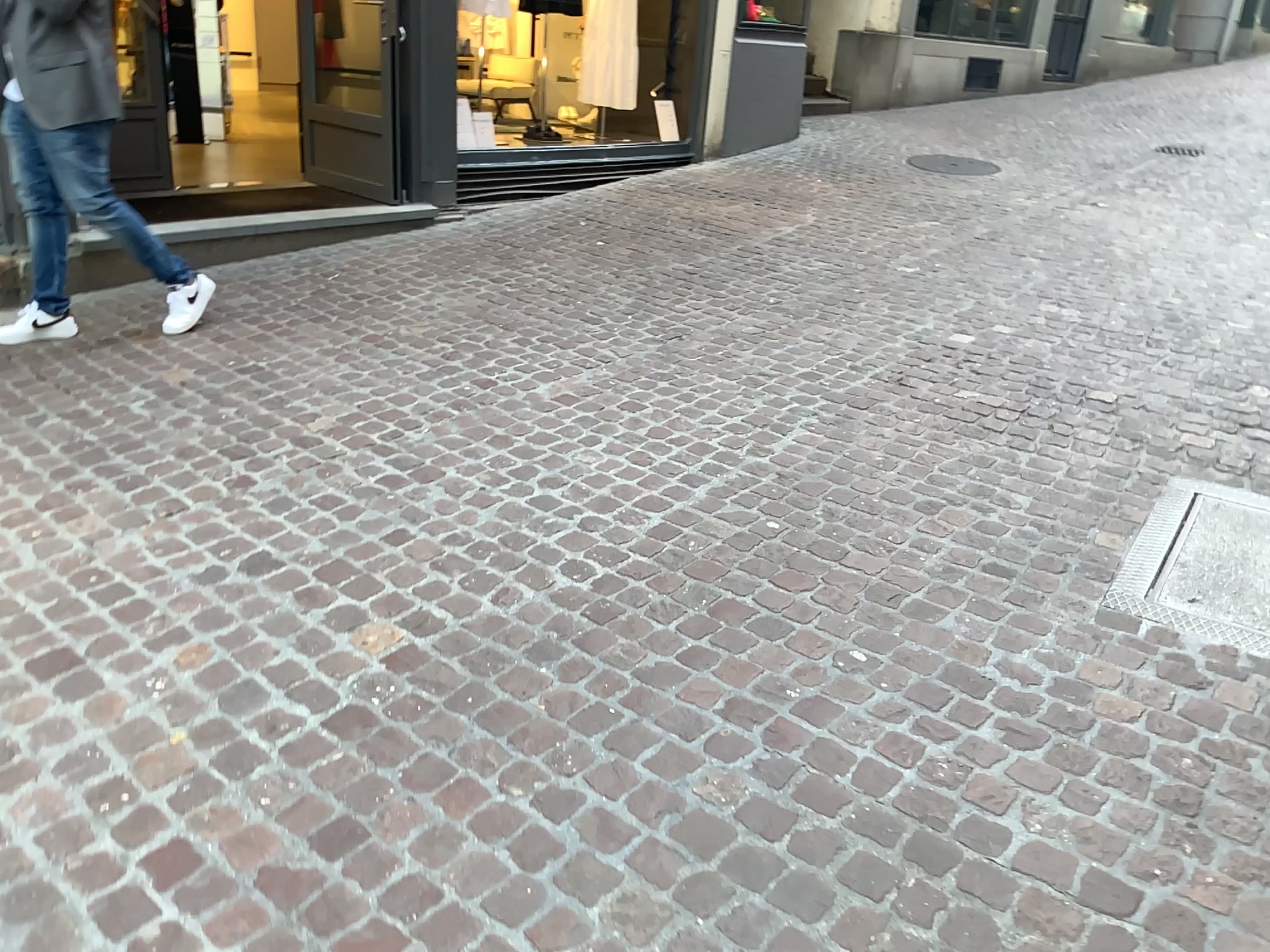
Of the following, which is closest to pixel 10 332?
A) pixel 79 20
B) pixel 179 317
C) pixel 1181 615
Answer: pixel 179 317

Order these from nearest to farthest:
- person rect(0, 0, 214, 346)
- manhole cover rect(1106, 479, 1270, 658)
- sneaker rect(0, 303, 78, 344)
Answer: manhole cover rect(1106, 479, 1270, 658)
person rect(0, 0, 214, 346)
sneaker rect(0, 303, 78, 344)

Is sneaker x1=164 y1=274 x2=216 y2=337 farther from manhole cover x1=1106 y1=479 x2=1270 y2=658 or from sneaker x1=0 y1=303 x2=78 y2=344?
manhole cover x1=1106 y1=479 x2=1270 y2=658

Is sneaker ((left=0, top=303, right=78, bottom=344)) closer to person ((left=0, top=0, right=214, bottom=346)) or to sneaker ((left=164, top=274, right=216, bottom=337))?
person ((left=0, top=0, right=214, bottom=346))

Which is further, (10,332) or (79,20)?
(10,332)

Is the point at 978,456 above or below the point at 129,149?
below

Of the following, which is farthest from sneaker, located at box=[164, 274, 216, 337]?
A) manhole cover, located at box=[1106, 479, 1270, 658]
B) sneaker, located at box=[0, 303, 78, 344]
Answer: manhole cover, located at box=[1106, 479, 1270, 658]

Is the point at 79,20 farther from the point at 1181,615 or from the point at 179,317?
the point at 1181,615

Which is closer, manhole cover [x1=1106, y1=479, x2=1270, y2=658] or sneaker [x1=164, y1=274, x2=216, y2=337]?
manhole cover [x1=1106, y1=479, x2=1270, y2=658]
